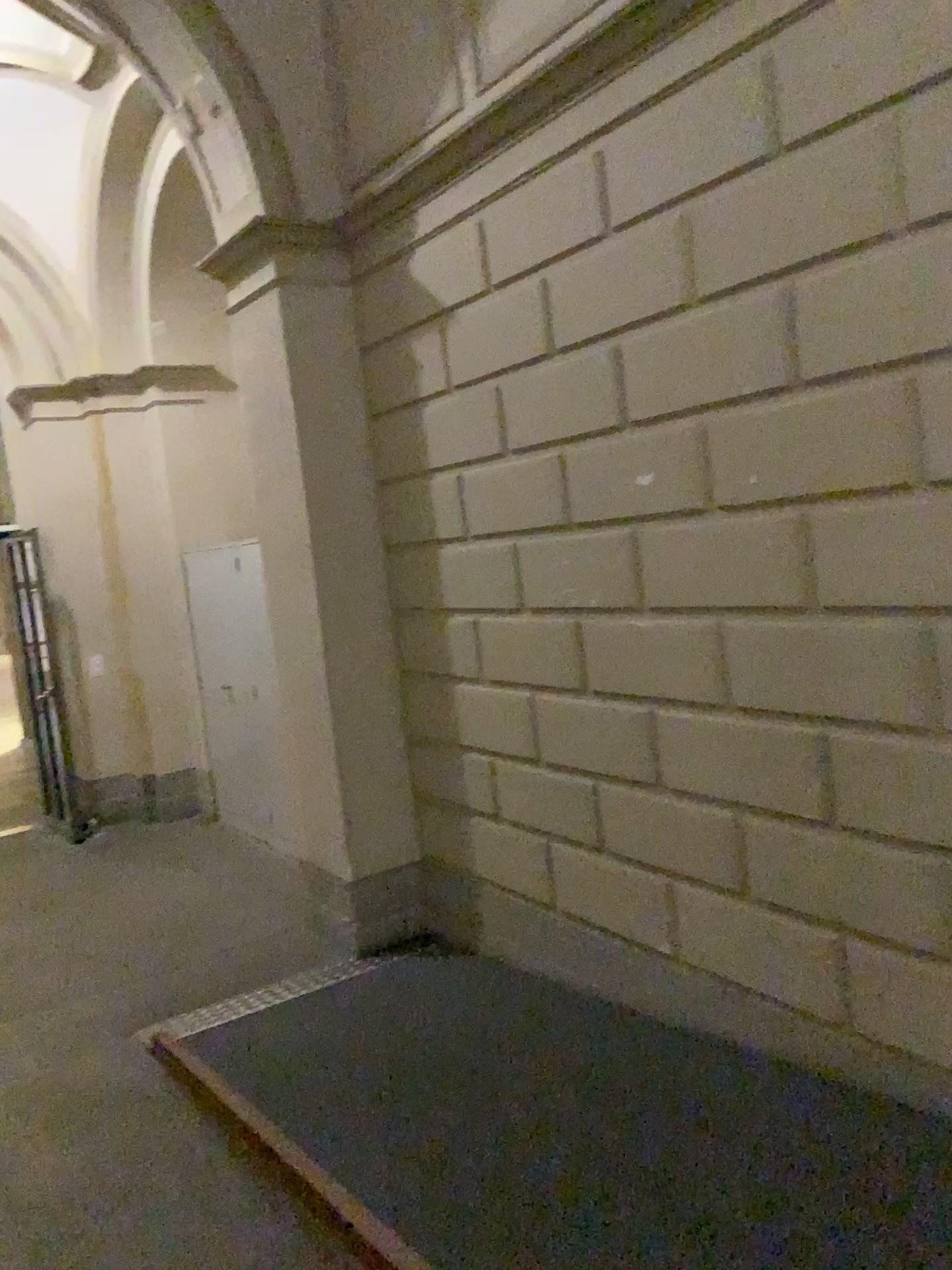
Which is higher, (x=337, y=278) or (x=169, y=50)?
(x=169, y=50)

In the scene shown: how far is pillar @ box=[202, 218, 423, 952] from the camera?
4.4 meters

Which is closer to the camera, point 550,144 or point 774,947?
point 774,947

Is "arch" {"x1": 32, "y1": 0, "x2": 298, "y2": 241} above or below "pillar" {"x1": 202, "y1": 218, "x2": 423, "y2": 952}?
above

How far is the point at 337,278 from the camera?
4.4 meters
